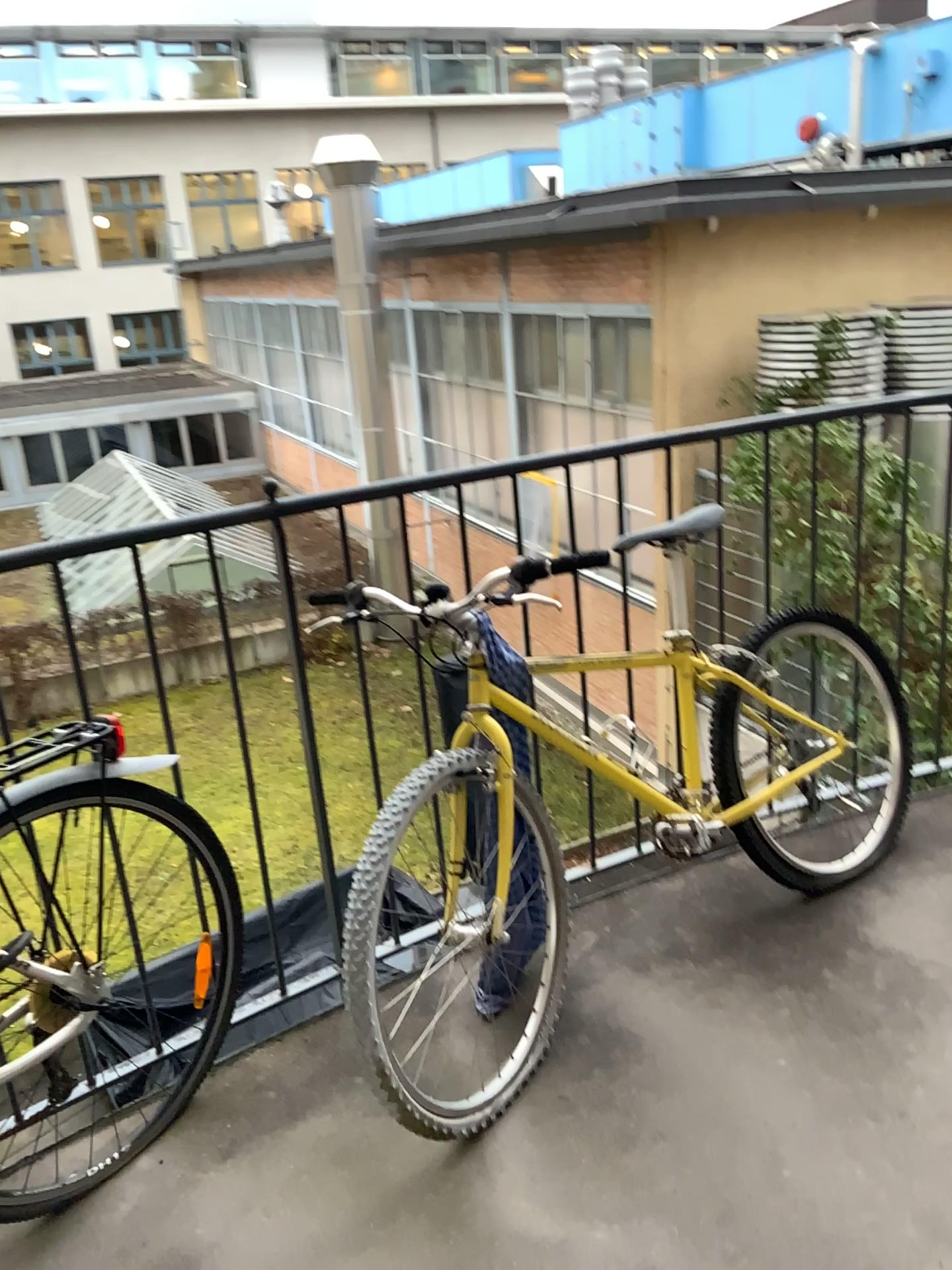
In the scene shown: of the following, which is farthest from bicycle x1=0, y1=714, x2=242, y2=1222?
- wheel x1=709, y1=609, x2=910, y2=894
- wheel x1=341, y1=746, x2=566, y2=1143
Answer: wheel x1=709, y1=609, x2=910, y2=894

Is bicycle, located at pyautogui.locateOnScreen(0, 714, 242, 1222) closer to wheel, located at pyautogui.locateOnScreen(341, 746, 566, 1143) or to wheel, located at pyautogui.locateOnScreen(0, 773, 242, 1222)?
wheel, located at pyautogui.locateOnScreen(0, 773, 242, 1222)

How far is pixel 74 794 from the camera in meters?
1.7

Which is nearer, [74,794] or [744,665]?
[74,794]

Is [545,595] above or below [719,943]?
above

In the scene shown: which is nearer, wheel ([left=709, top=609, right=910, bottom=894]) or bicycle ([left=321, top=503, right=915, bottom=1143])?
bicycle ([left=321, top=503, right=915, bottom=1143])

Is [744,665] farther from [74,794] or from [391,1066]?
[74,794]

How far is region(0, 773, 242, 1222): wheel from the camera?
1.7 meters

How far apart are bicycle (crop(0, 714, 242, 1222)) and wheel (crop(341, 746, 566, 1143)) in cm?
26

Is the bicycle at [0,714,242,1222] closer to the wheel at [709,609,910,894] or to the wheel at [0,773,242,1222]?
the wheel at [0,773,242,1222]
